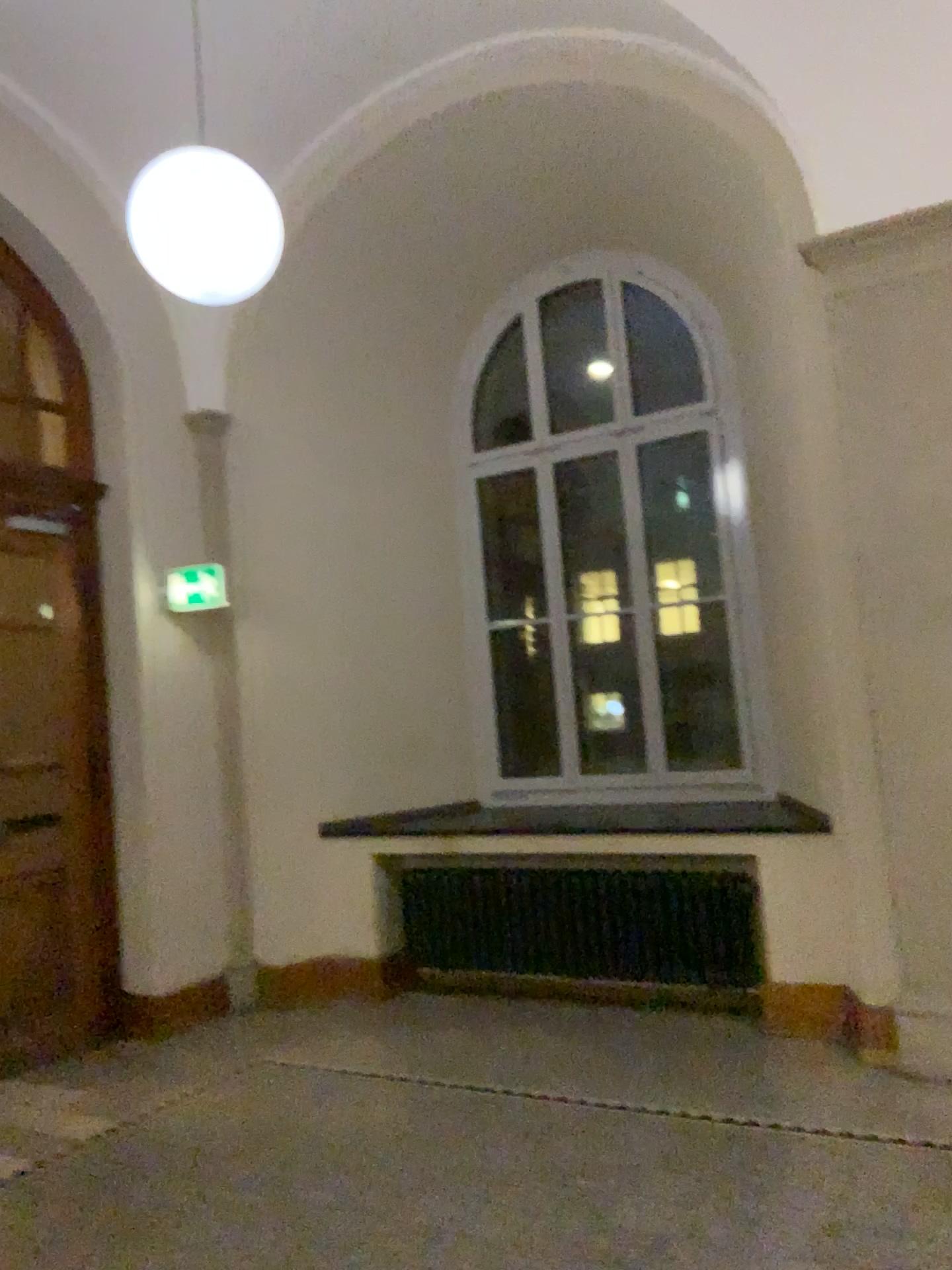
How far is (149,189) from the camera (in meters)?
3.38

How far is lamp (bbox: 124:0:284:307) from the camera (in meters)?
3.38

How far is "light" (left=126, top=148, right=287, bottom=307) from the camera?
3.38m

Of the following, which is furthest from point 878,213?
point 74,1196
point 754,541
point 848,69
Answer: point 74,1196

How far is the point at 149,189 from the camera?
3.4m
